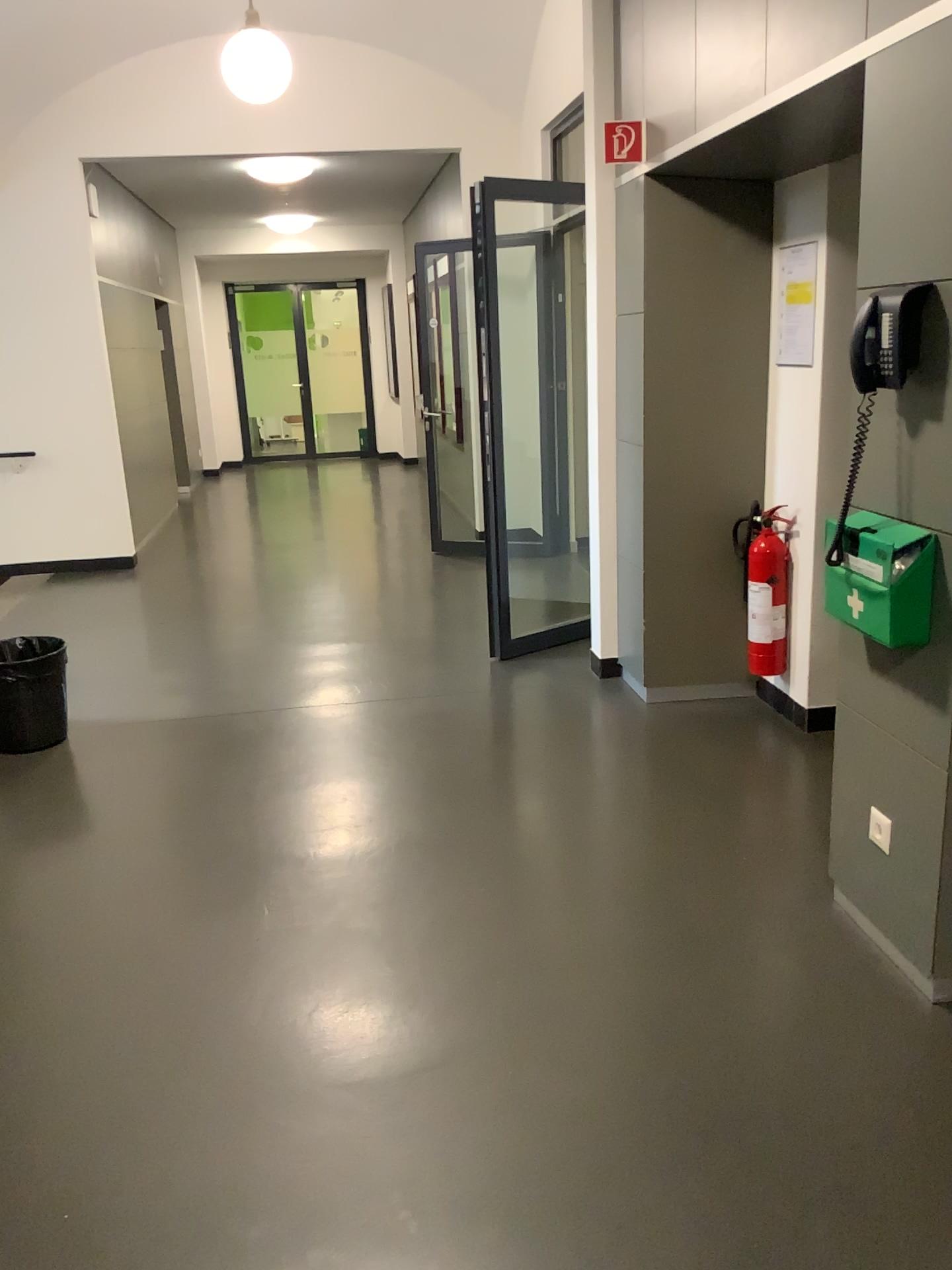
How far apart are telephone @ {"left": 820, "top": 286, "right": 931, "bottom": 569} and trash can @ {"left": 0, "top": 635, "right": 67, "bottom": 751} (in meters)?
3.21

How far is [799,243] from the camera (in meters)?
3.75

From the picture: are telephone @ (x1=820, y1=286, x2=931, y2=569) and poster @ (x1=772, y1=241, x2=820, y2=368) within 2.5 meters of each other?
yes

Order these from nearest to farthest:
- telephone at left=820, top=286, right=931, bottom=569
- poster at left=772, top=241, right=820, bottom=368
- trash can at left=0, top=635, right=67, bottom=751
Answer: telephone at left=820, top=286, right=931, bottom=569
poster at left=772, top=241, right=820, bottom=368
trash can at left=0, top=635, right=67, bottom=751

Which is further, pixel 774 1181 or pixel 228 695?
pixel 228 695

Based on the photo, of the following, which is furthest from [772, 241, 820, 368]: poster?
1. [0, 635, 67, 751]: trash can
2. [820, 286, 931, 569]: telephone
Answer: [0, 635, 67, 751]: trash can

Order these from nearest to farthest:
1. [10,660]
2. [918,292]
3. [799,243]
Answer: [918,292]
[799,243]
[10,660]

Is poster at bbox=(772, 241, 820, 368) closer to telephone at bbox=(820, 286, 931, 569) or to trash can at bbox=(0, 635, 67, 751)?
telephone at bbox=(820, 286, 931, 569)

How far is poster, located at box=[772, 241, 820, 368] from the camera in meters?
3.7

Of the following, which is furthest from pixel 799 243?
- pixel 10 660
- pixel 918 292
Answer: pixel 10 660
